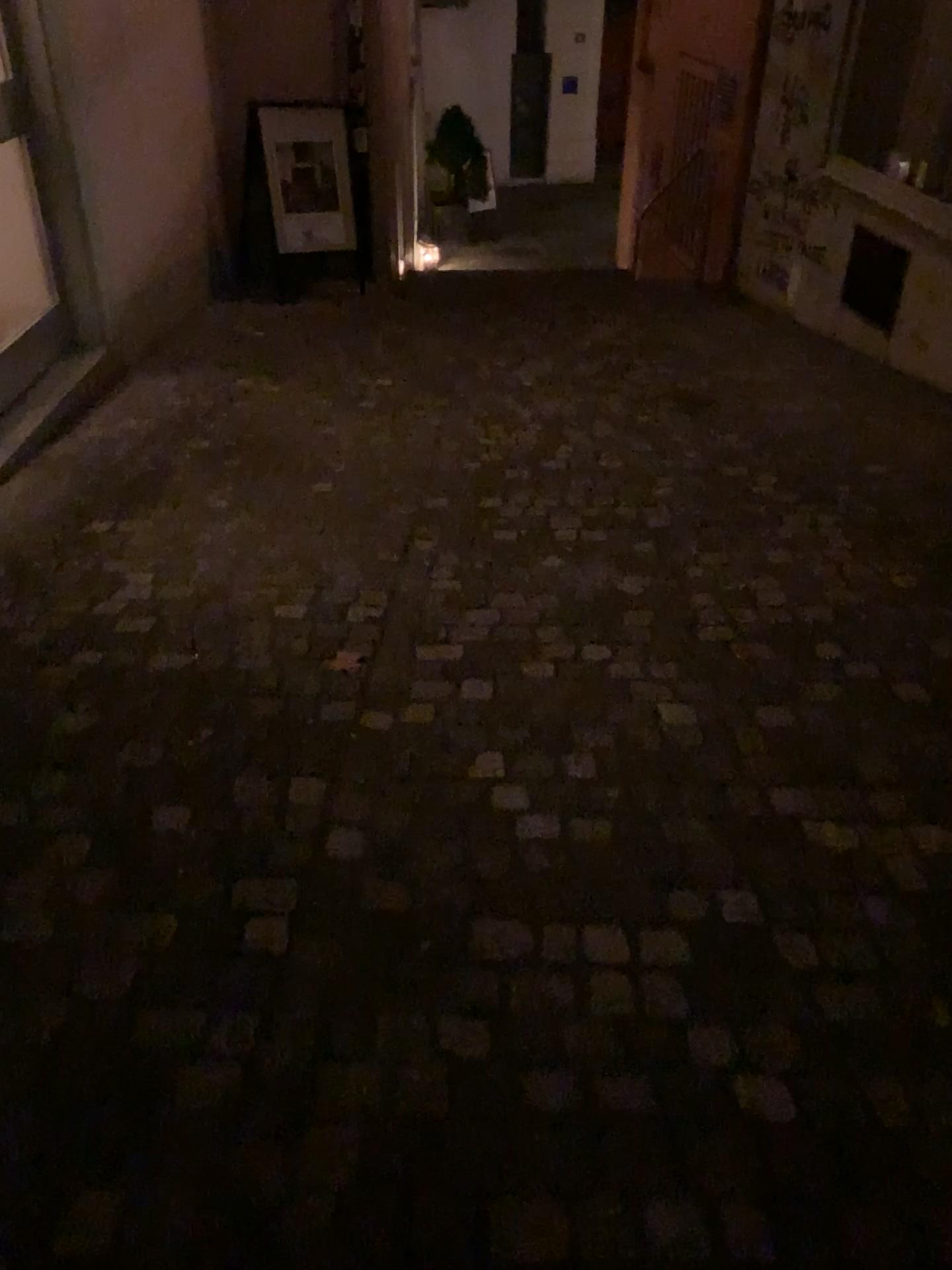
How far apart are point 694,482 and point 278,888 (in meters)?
2.50
